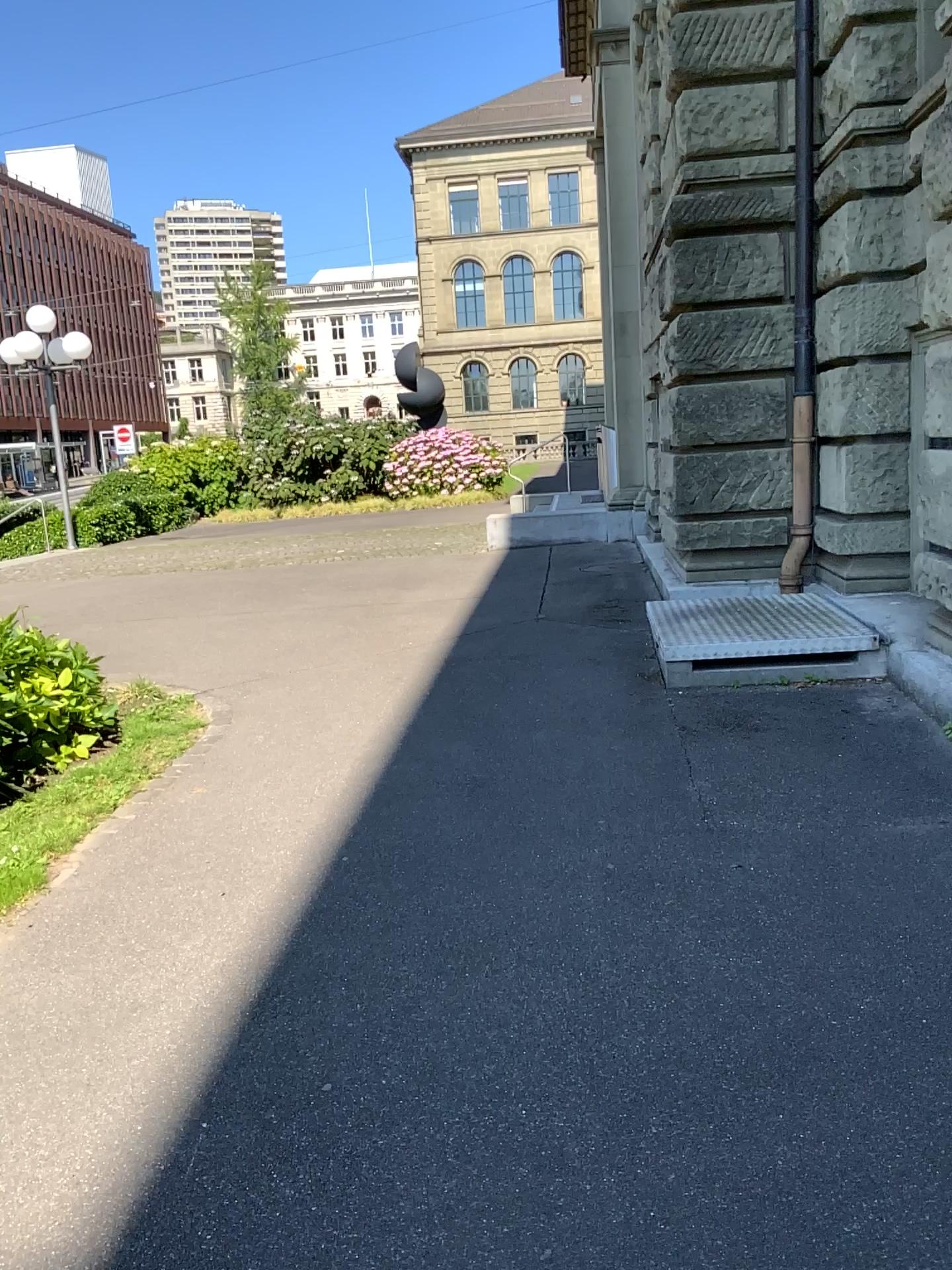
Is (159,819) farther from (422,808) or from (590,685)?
(590,685)
